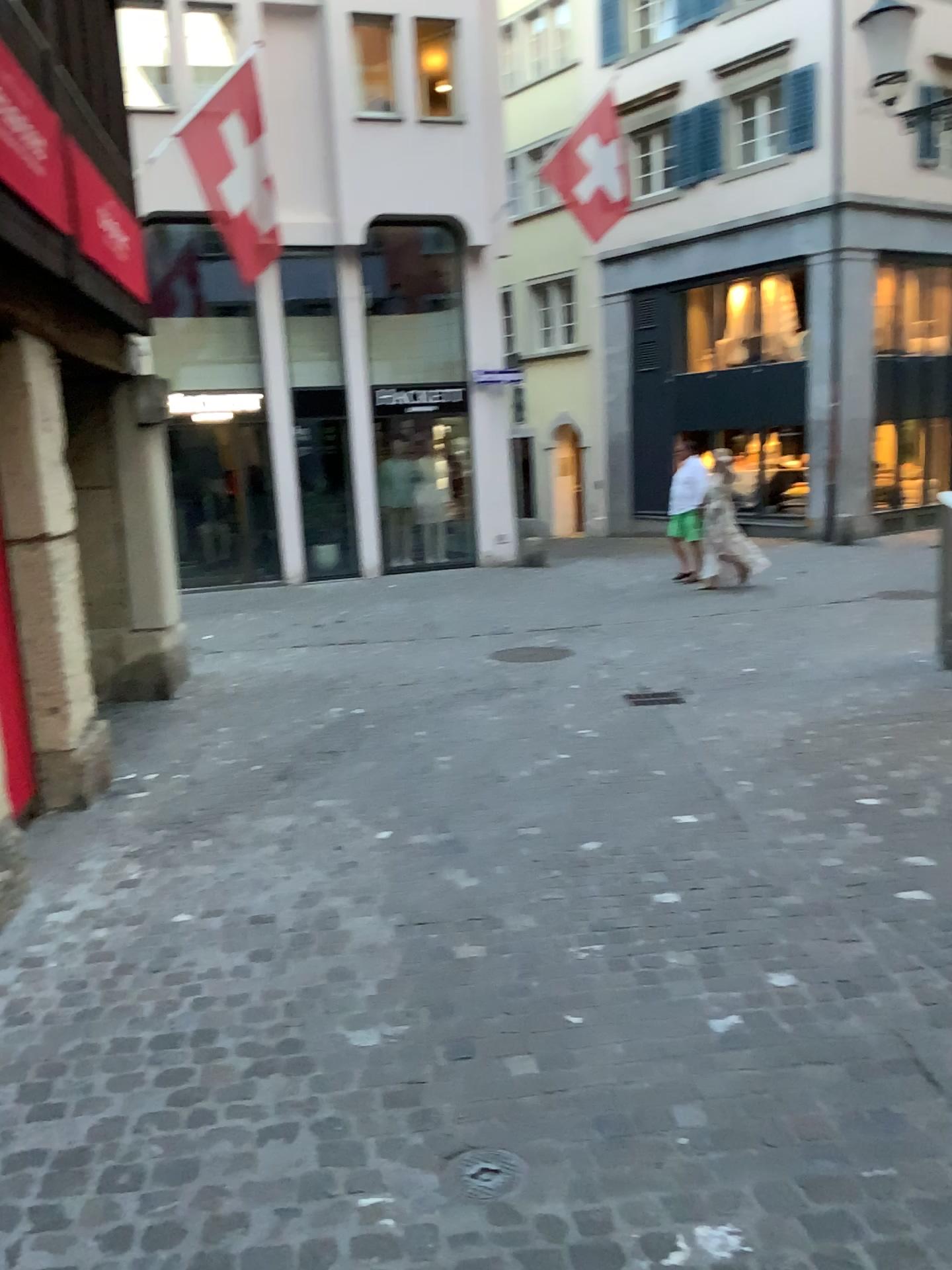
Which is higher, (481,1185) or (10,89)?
(10,89)

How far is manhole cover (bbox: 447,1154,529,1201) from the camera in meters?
2.2

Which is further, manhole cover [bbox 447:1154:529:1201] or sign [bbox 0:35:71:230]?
sign [bbox 0:35:71:230]

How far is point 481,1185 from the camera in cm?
217

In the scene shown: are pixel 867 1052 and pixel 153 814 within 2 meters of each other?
no

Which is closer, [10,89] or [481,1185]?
[481,1185]

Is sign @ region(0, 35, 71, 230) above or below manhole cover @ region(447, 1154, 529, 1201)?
above
